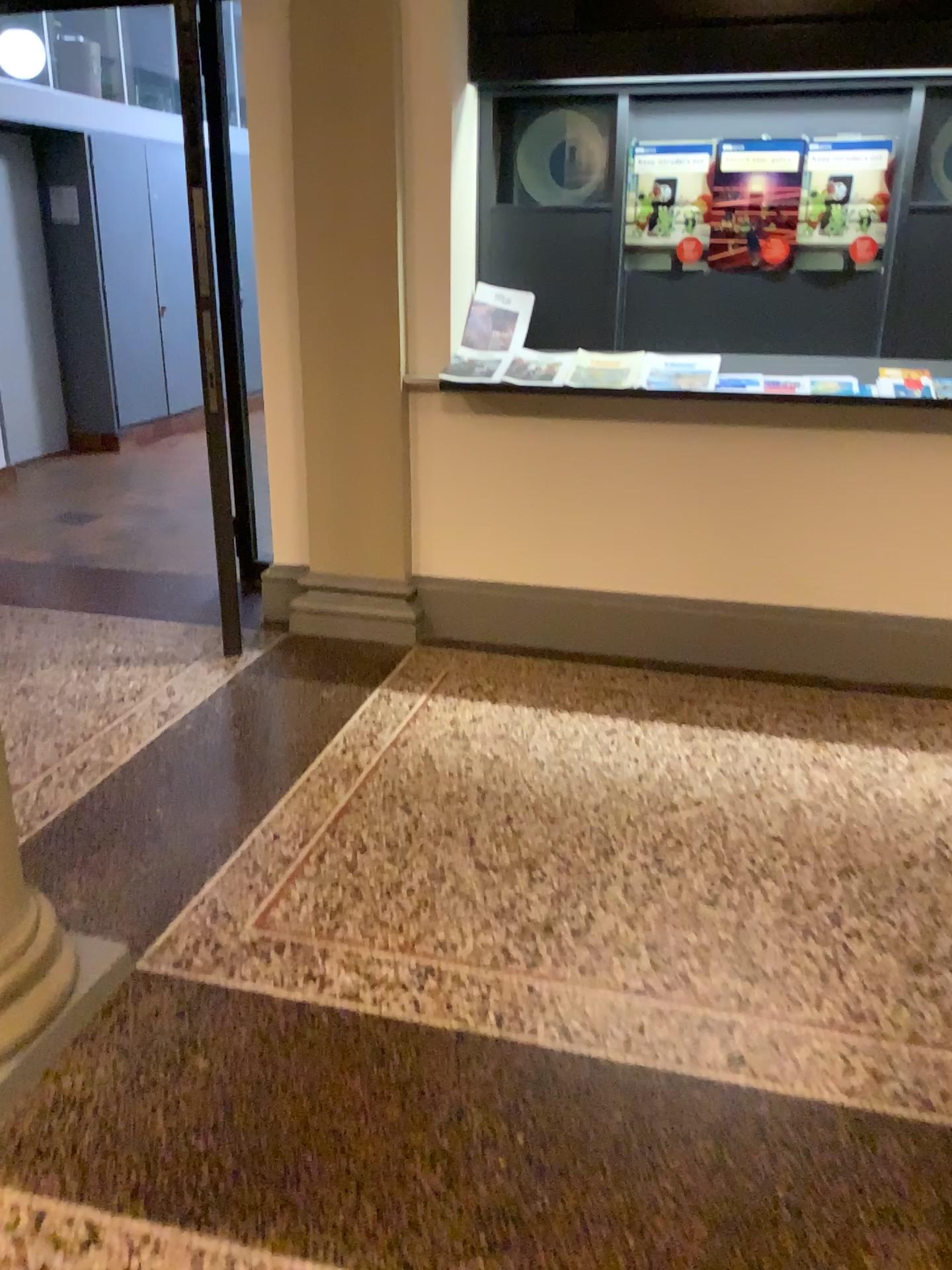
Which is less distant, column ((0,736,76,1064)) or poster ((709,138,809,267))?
column ((0,736,76,1064))

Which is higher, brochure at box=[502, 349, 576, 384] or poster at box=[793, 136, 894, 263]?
poster at box=[793, 136, 894, 263]

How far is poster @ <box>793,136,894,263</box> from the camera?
3.5m

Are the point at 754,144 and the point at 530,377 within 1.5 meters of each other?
yes

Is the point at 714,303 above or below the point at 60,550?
above

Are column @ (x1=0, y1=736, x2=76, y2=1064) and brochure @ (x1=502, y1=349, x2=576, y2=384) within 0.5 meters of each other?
no

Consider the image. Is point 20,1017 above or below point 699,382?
below

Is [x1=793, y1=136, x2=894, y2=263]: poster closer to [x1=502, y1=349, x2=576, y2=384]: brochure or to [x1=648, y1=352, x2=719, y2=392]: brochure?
[x1=648, y1=352, x2=719, y2=392]: brochure

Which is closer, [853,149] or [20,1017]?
[20,1017]

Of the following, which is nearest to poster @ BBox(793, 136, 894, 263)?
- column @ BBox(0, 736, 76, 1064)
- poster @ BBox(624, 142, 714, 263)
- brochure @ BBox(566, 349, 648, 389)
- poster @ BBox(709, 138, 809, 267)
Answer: poster @ BBox(709, 138, 809, 267)
